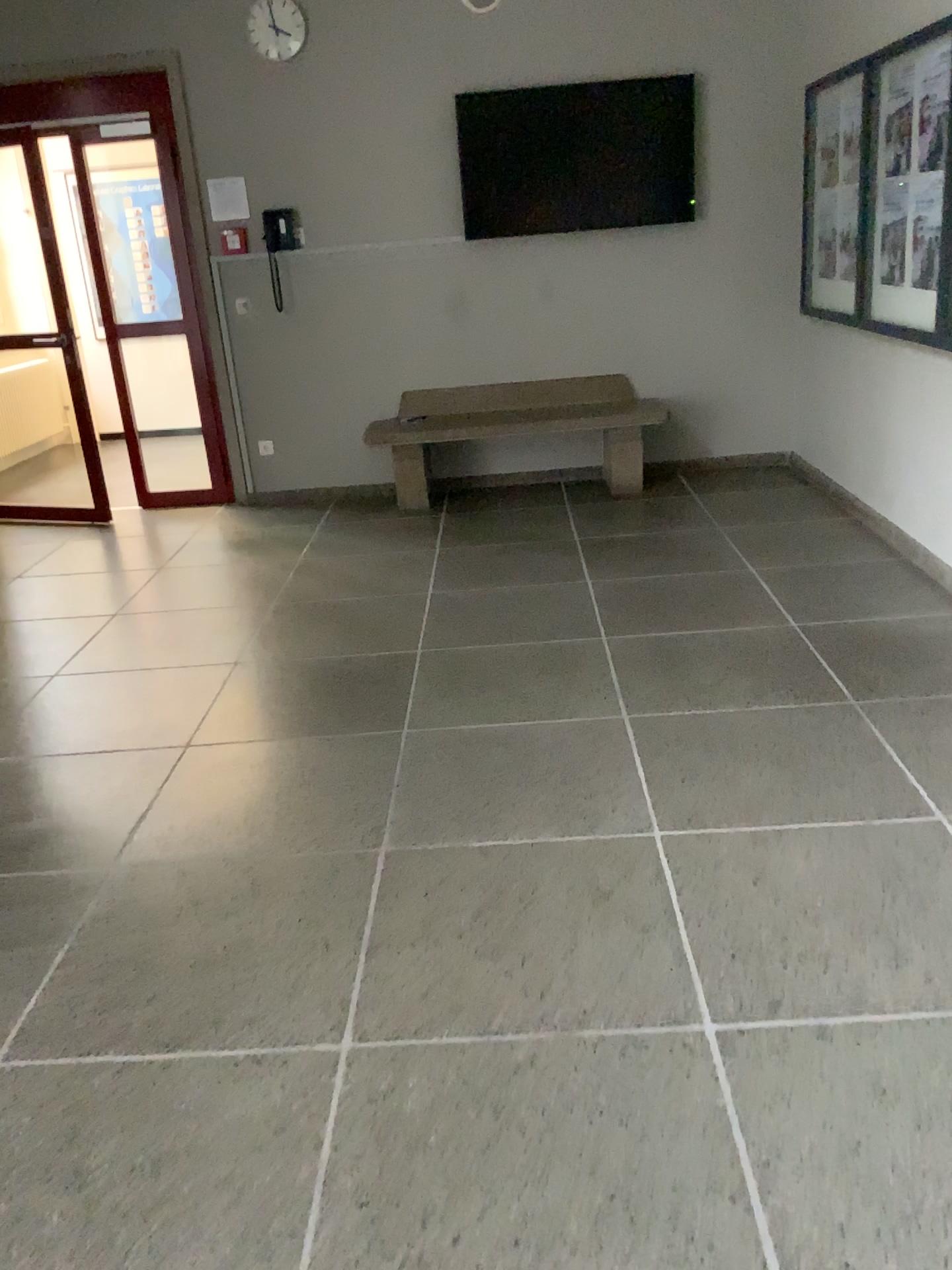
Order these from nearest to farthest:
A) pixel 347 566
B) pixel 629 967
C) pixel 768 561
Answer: pixel 629 967 → pixel 768 561 → pixel 347 566

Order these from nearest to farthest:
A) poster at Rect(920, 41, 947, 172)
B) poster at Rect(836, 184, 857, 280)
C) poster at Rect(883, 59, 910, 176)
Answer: poster at Rect(920, 41, 947, 172), poster at Rect(883, 59, 910, 176), poster at Rect(836, 184, 857, 280)

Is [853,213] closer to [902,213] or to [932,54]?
[902,213]

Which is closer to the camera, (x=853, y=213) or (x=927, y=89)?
(x=927, y=89)

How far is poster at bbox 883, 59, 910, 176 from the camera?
4.2m

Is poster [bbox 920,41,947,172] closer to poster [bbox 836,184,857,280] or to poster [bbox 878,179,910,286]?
poster [bbox 878,179,910,286]

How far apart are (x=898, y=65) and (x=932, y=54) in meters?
0.3 m

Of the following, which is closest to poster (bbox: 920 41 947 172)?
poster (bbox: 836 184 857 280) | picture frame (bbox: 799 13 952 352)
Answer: picture frame (bbox: 799 13 952 352)

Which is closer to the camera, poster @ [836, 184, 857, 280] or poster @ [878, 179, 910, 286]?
poster @ [878, 179, 910, 286]

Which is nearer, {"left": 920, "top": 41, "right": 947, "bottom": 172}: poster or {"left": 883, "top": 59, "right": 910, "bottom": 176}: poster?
{"left": 920, "top": 41, "right": 947, "bottom": 172}: poster
